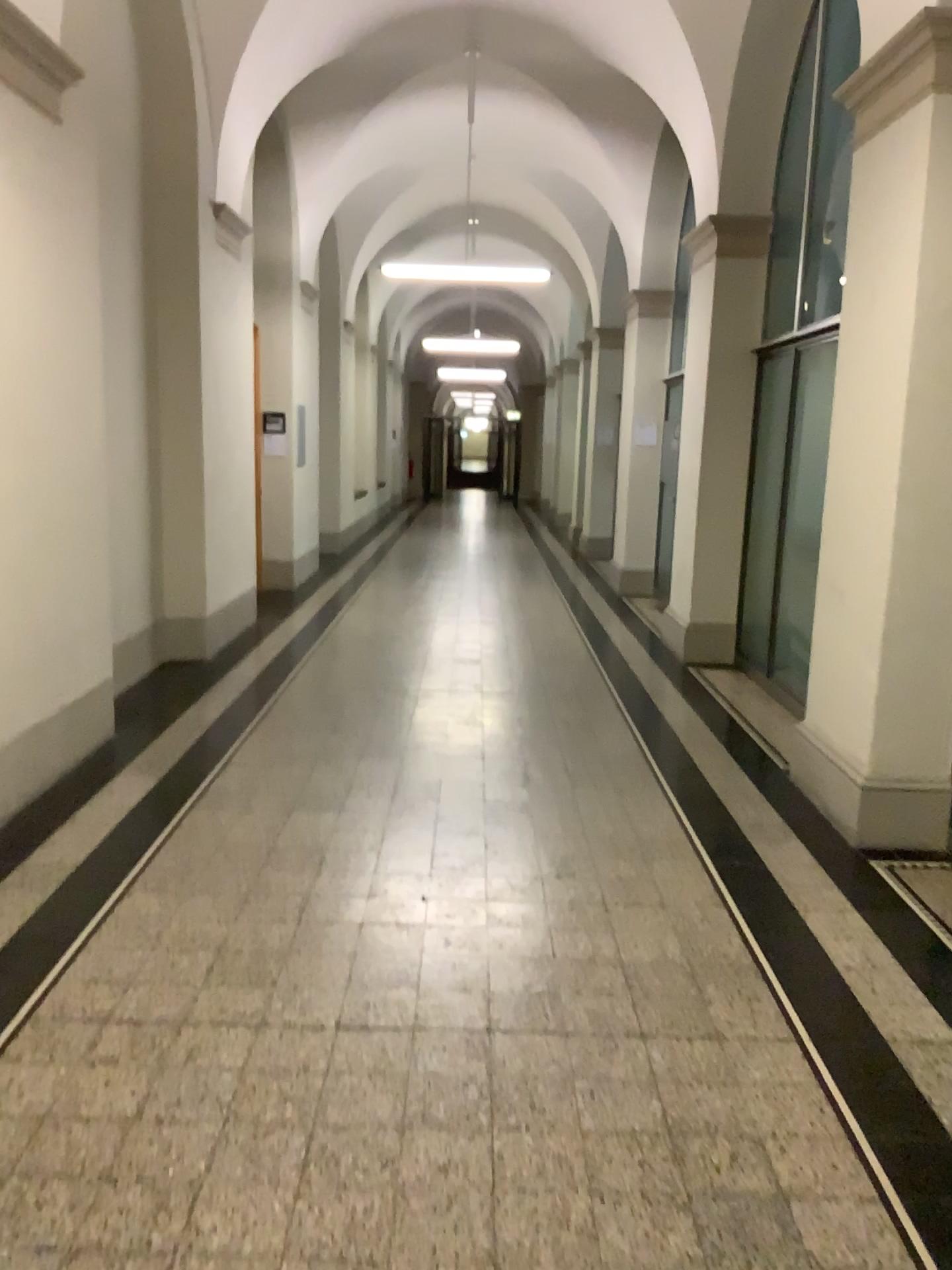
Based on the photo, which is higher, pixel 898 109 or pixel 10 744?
pixel 898 109

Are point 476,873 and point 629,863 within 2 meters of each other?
yes

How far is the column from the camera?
3.9 meters

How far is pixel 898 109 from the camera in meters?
3.9 m
